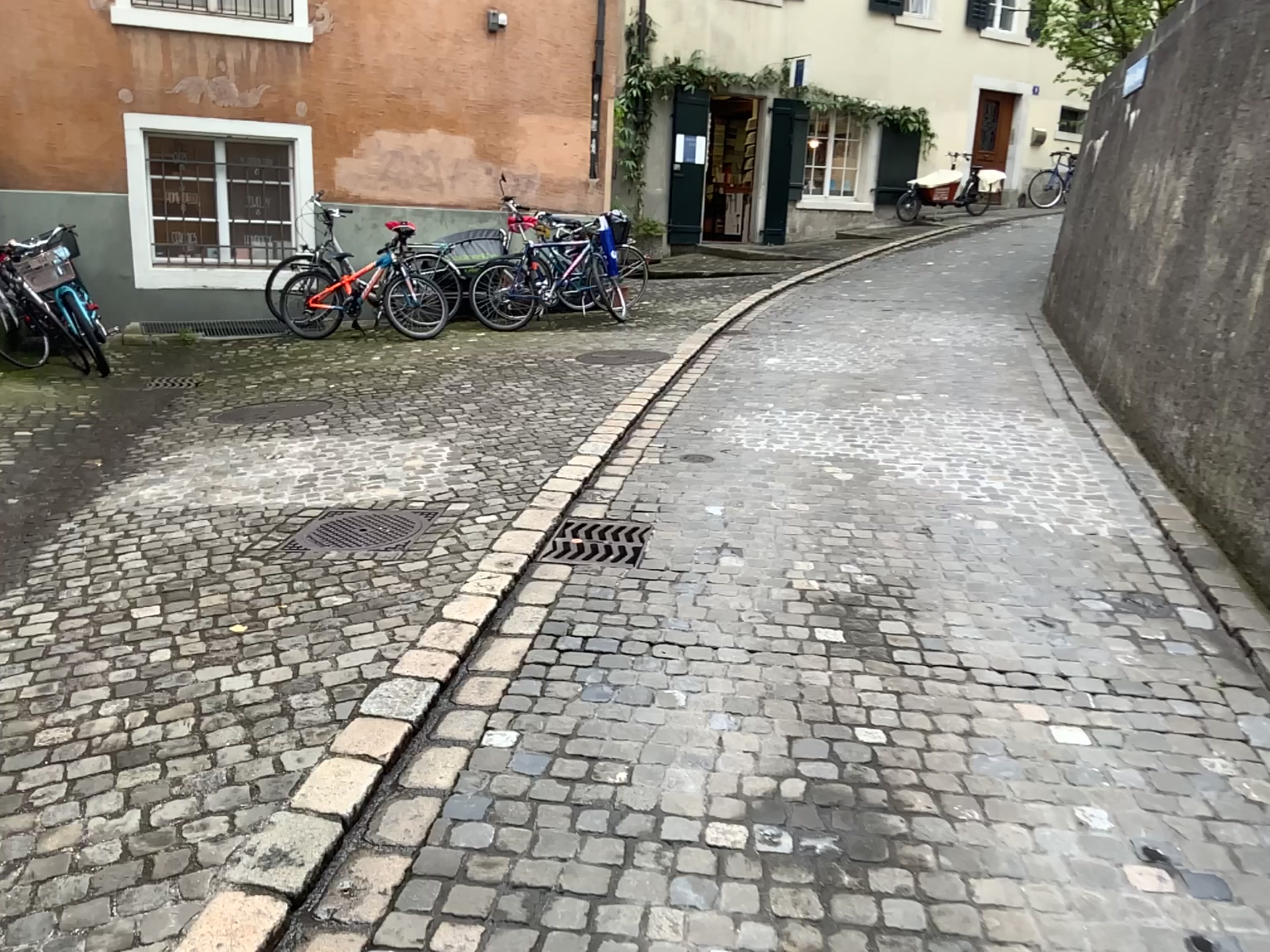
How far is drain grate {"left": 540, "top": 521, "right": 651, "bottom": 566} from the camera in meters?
3.9 m

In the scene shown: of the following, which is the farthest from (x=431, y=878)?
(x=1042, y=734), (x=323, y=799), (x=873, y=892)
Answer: (x=1042, y=734)

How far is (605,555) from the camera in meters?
3.9 m
